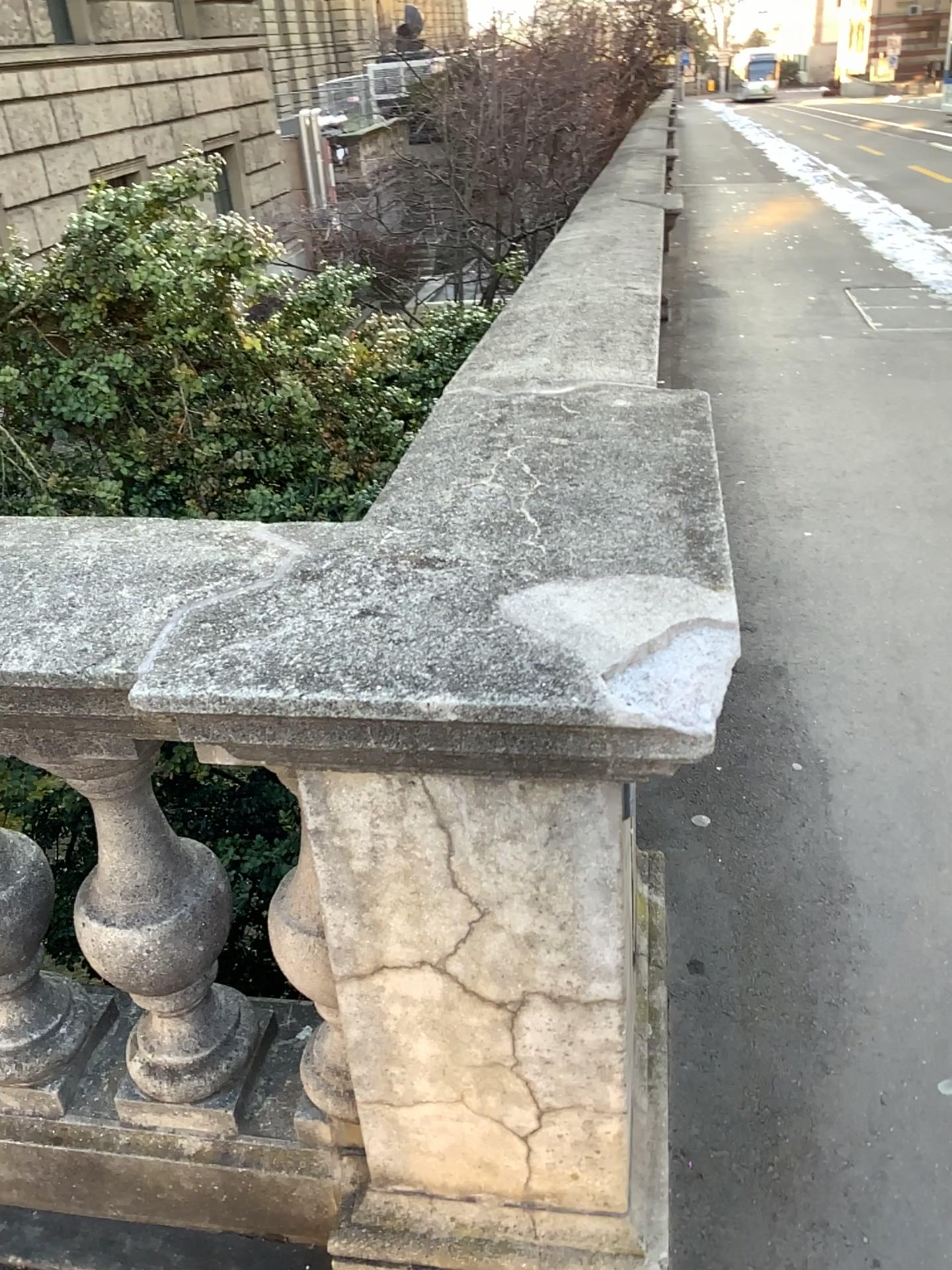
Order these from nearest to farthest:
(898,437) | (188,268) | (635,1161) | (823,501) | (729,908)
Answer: (635,1161) → (729,908) → (188,268) → (823,501) → (898,437)

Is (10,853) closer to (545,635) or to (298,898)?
(298,898)

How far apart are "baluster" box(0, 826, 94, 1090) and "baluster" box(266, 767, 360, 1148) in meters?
0.4 m

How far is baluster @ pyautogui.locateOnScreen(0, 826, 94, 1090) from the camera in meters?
1.5

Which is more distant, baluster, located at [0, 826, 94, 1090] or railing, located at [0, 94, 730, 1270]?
baluster, located at [0, 826, 94, 1090]

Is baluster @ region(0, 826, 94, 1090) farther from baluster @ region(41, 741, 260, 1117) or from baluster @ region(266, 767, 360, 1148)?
baluster @ region(266, 767, 360, 1148)

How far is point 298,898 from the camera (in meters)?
1.23

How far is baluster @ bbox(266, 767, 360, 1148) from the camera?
1.2m

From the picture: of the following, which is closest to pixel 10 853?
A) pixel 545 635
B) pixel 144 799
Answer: pixel 144 799
